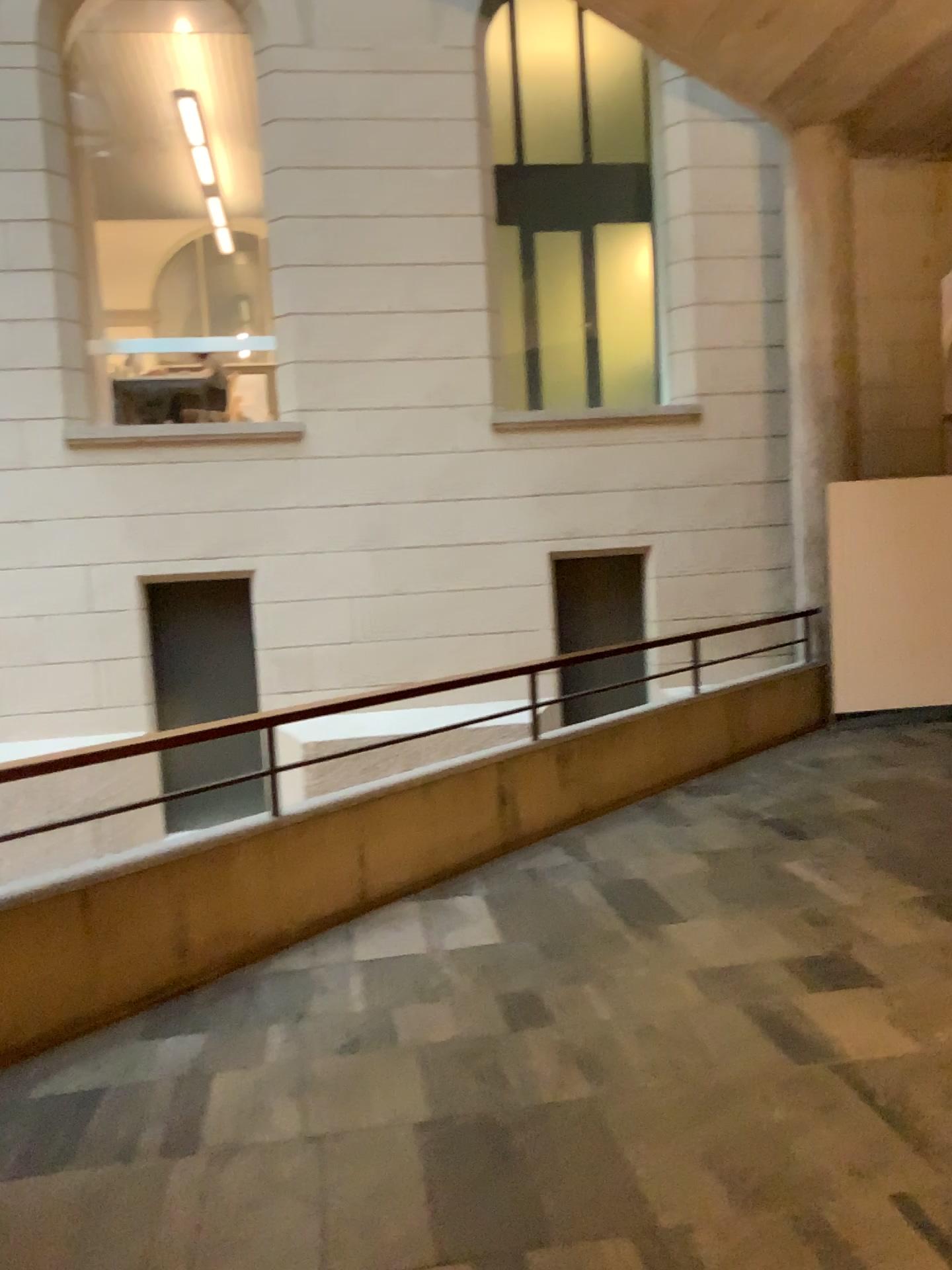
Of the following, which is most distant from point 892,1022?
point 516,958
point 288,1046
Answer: point 288,1046
